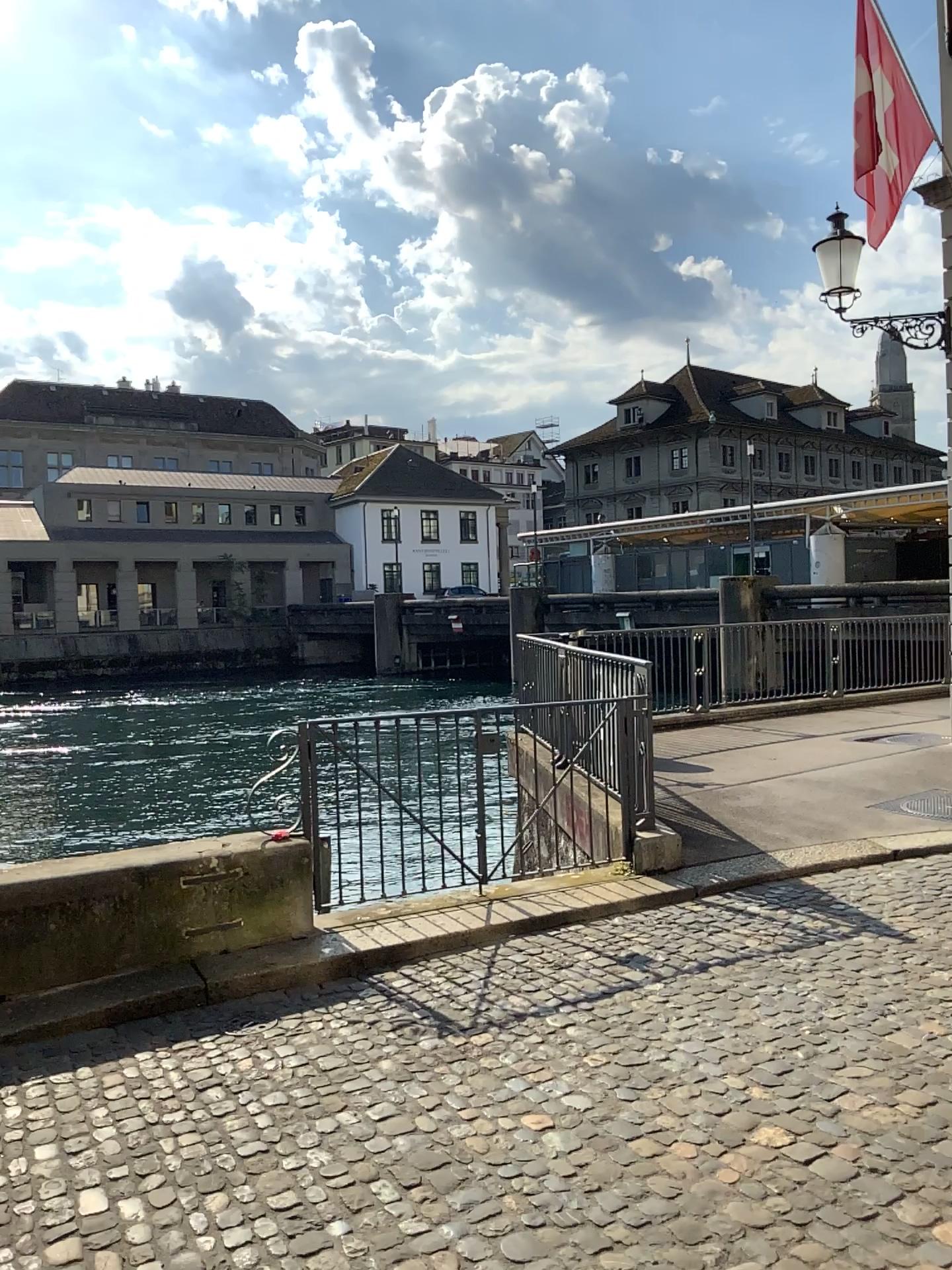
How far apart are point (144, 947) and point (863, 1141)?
3.2m
